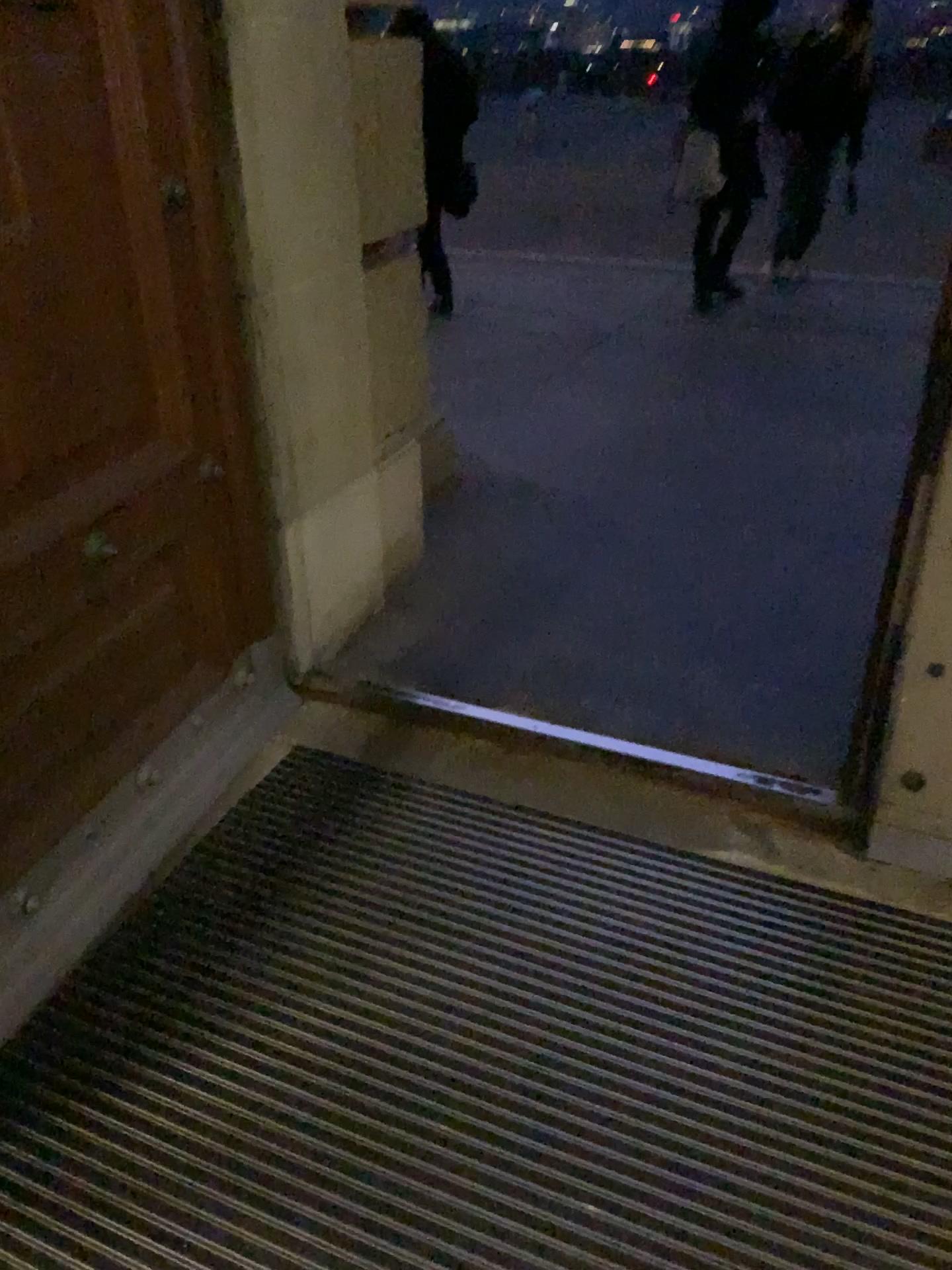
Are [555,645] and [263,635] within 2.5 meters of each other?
yes

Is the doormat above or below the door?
below

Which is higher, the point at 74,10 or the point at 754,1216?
the point at 74,10
